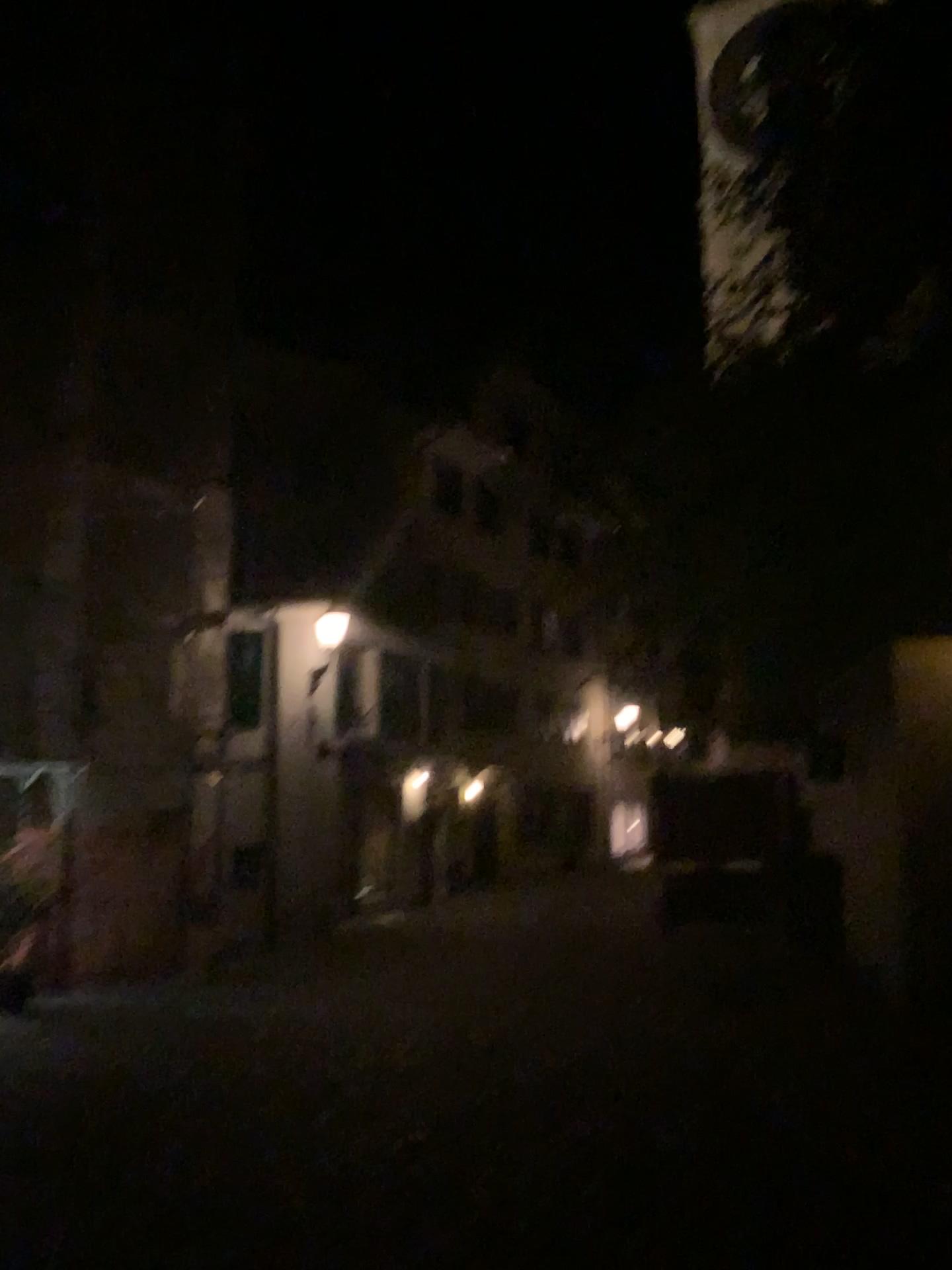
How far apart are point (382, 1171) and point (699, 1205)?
1.4m
